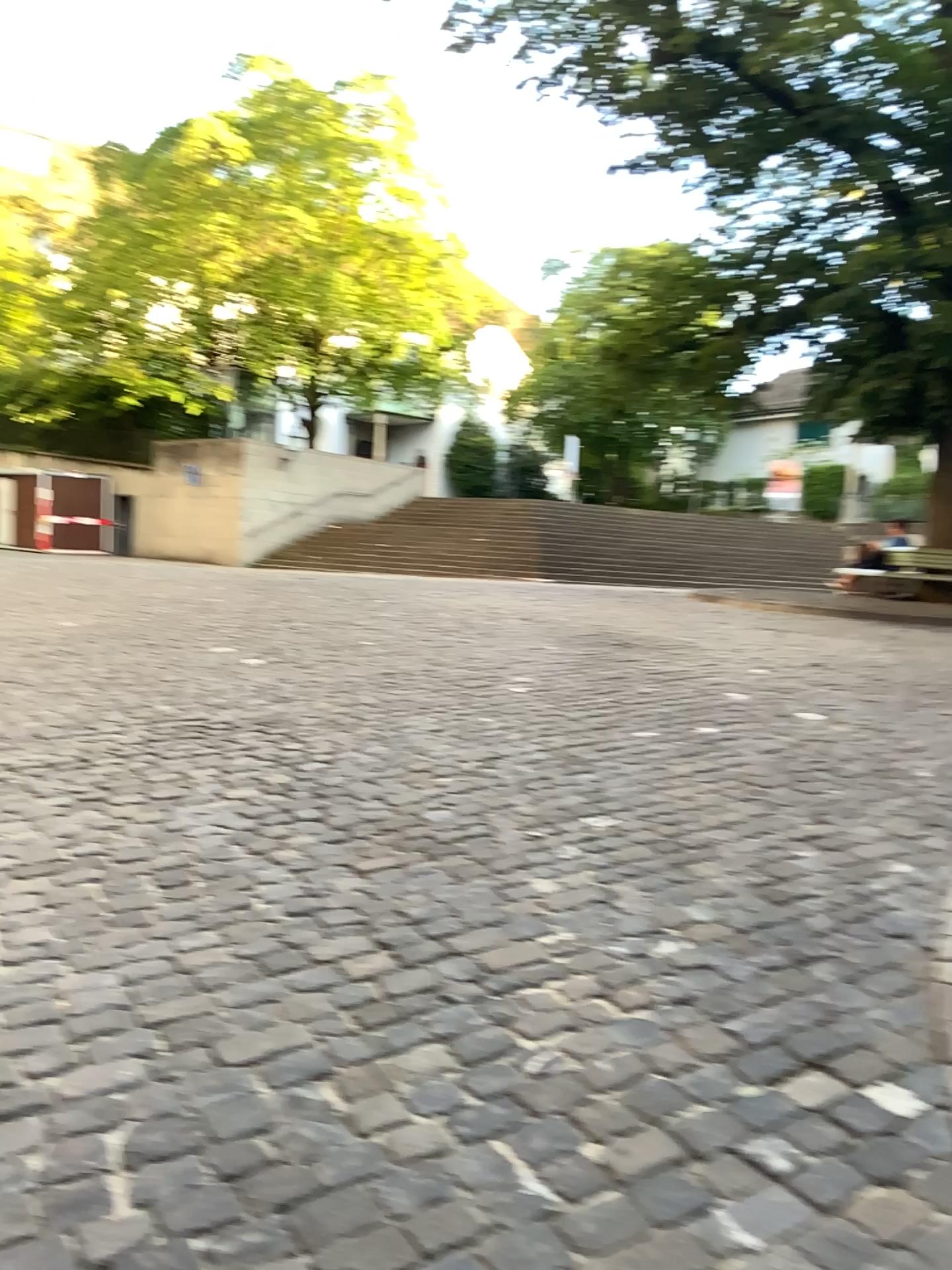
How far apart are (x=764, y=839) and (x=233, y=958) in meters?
2.3 m
